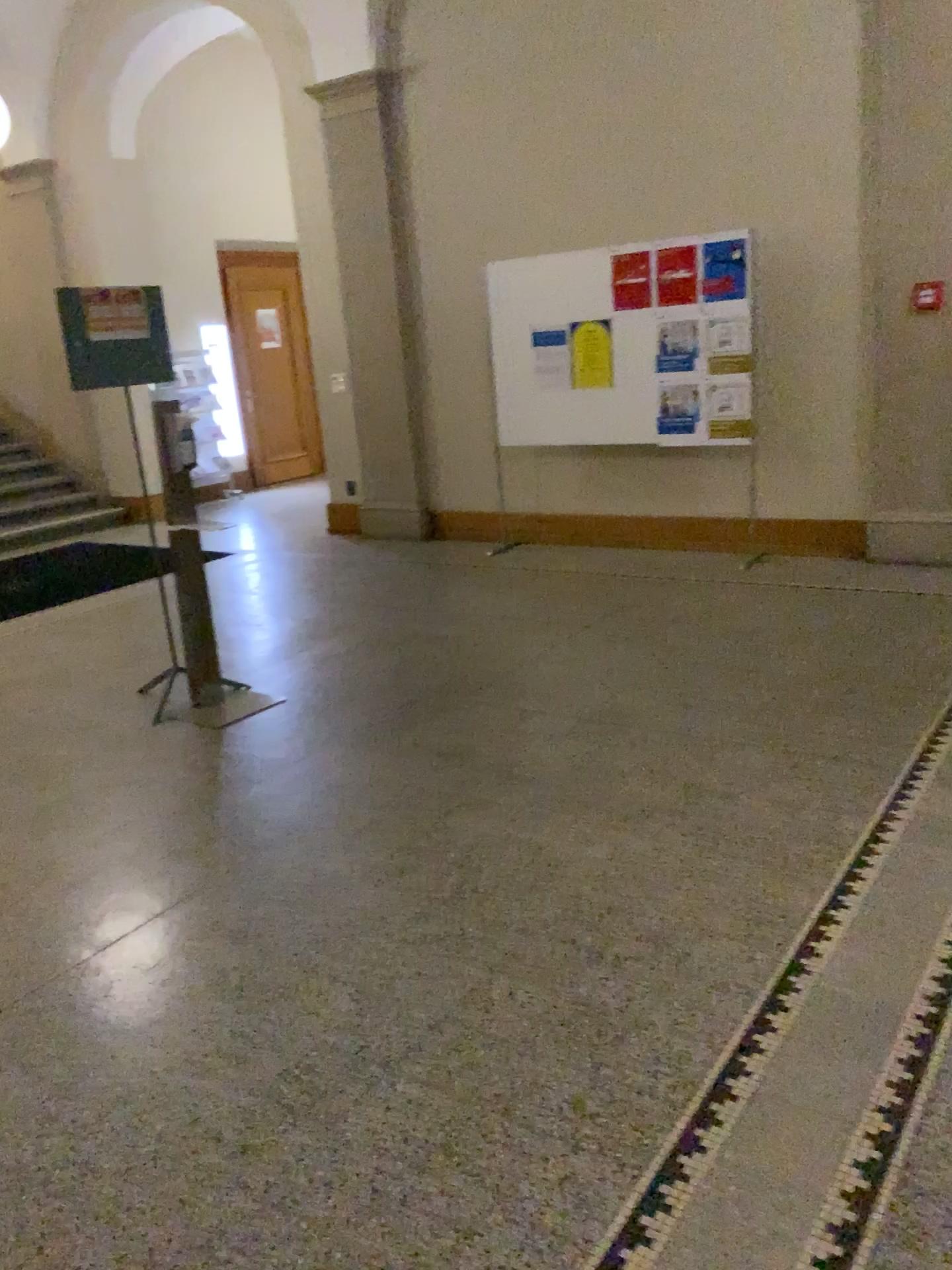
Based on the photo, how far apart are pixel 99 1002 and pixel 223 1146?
0.7 meters
